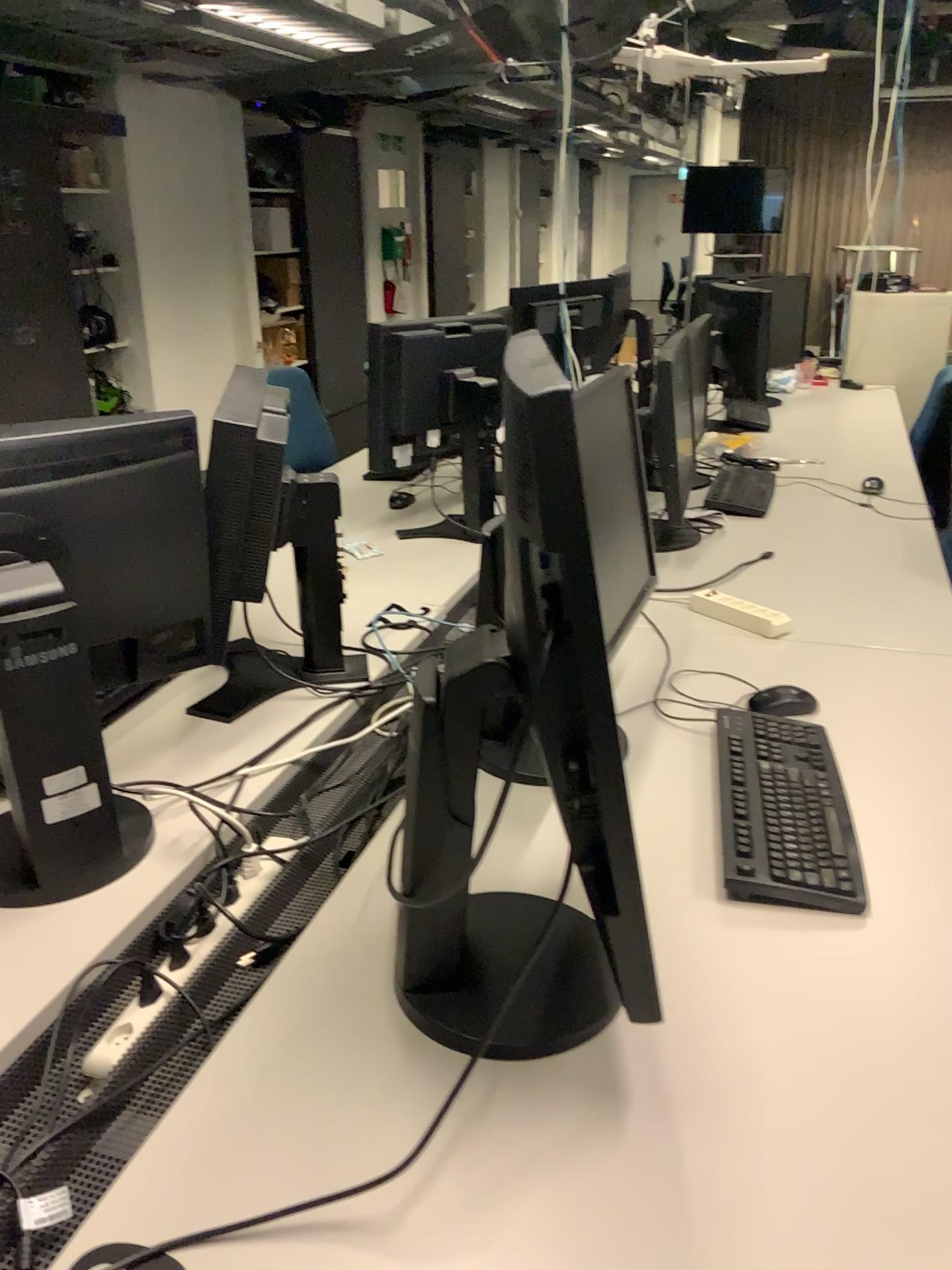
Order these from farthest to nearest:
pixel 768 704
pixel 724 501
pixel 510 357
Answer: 1. pixel 724 501
2. pixel 768 704
3. pixel 510 357

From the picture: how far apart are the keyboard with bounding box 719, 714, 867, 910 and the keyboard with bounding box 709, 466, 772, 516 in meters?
1.3 m

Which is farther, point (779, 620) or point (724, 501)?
point (724, 501)

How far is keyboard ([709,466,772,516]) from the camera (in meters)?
2.84

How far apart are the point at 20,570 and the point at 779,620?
1.38m

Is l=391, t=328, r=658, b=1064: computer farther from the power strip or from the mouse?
the power strip

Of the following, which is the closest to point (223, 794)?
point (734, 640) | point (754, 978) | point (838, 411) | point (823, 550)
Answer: point (754, 978)

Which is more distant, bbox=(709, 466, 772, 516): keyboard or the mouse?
bbox=(709, 466, 772, 516): keyboard

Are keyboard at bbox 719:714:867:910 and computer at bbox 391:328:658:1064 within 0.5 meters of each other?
yes

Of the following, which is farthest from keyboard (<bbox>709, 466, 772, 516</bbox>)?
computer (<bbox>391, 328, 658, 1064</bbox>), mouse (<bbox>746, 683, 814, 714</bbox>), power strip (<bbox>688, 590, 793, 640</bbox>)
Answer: computer (<bbox>391, 328, 658, 1064</bbox>)
